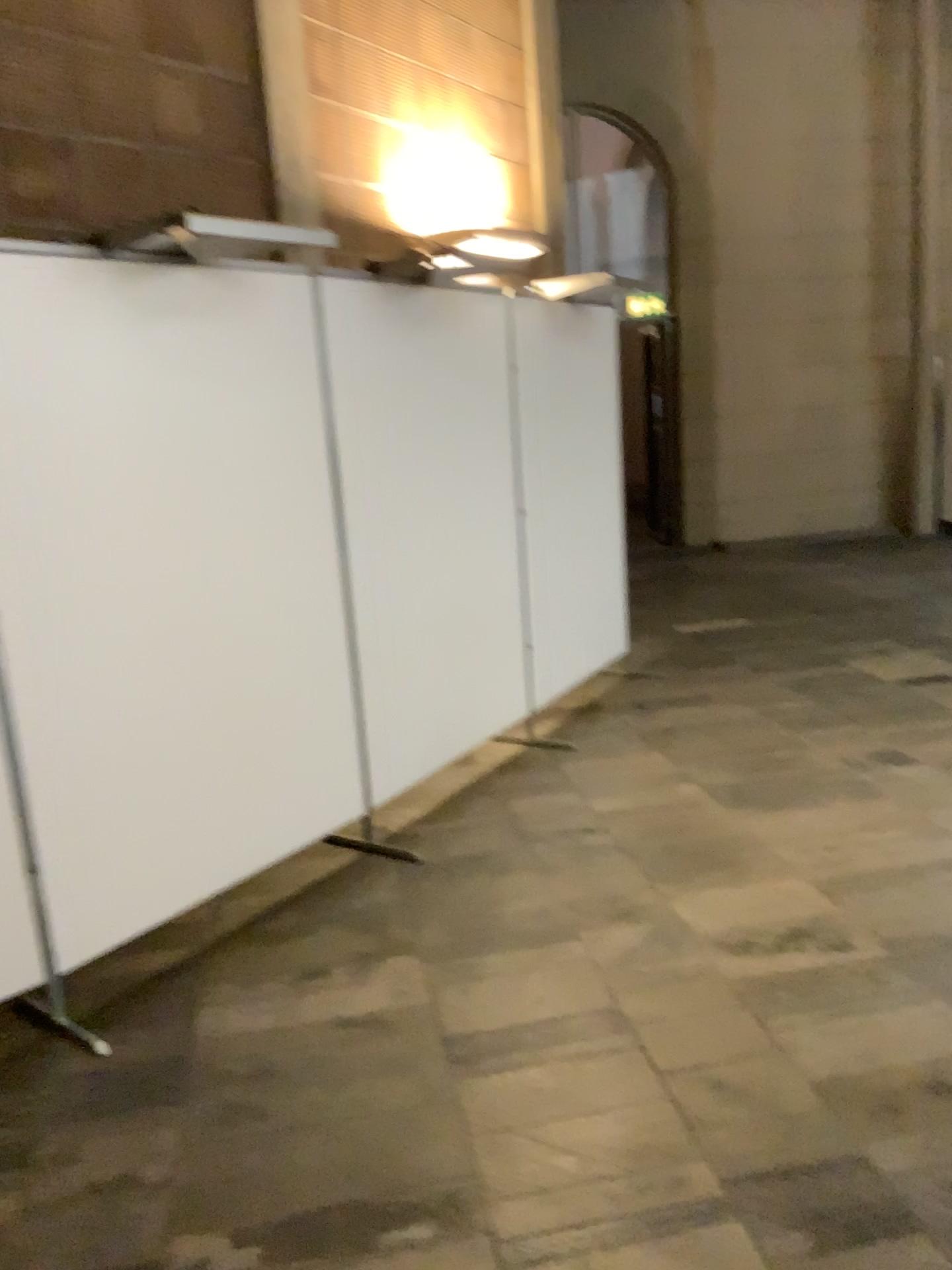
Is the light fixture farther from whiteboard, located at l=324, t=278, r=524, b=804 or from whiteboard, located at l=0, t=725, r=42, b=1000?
whiteboard, located at l=0, t=725, r=42, b=1000

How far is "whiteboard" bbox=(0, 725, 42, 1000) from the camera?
2.6m

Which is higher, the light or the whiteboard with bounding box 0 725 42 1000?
the light

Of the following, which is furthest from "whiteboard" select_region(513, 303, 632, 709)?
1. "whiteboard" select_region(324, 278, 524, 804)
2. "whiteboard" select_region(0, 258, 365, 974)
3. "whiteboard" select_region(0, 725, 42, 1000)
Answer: "whiteboard" select_region(0, 725, 42, 1000)

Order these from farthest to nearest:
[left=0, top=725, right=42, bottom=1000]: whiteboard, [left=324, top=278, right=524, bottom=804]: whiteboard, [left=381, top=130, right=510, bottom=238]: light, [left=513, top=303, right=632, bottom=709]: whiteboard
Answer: [left=513, top=303, right=632, bottom=709]: whiteboard → [left=381, top=130, right=510, bottom=238]: light → [left=324, top=278, right=524, bottom=804]: whiteboard → [left=0, top=725, right=42, bottom=1000]: whiteboard

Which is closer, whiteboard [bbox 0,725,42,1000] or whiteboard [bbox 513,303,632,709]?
whiteboard [bbox 0,725,42,1000]

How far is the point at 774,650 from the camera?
5.7m

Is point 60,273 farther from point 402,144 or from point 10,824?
point 402,144

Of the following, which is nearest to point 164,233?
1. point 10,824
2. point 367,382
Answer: point 367,382

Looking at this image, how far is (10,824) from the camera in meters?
2.6 m
